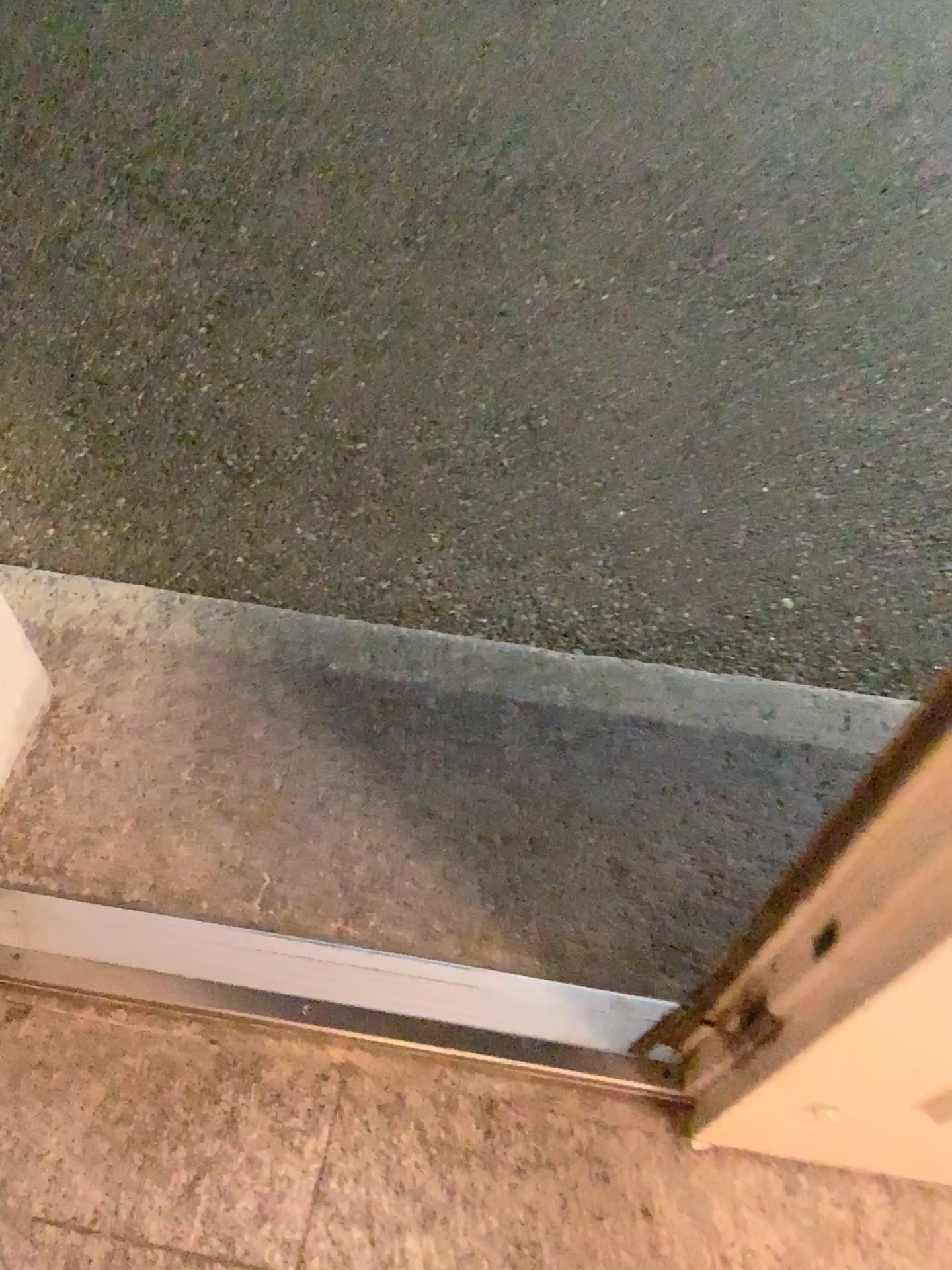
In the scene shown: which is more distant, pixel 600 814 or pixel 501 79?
pixel 501 79
